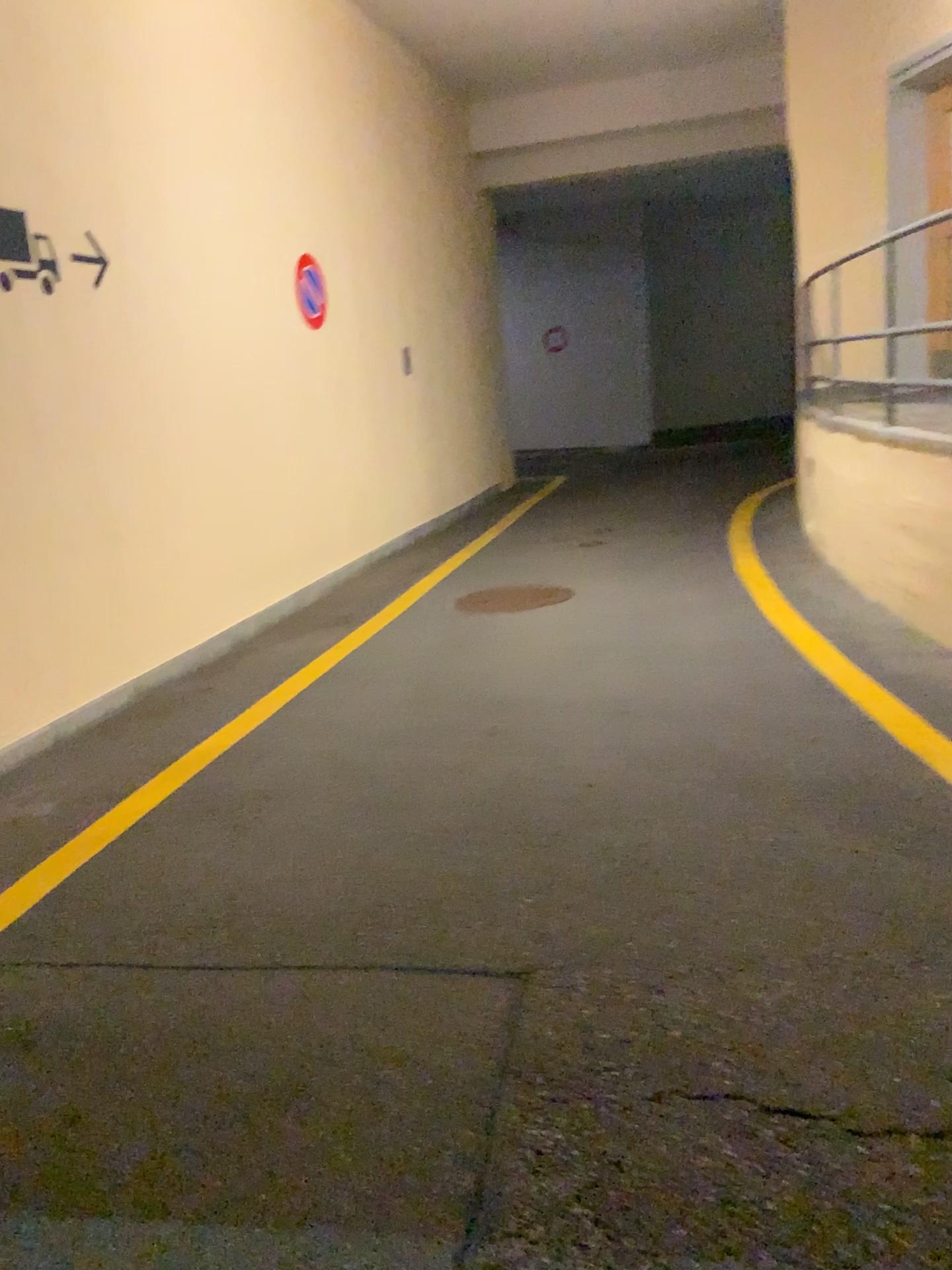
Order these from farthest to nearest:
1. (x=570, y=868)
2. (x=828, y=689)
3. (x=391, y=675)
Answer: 1. (x=391, y=675)
2. (x=828, y=689)
3. (x=570, y=868)
